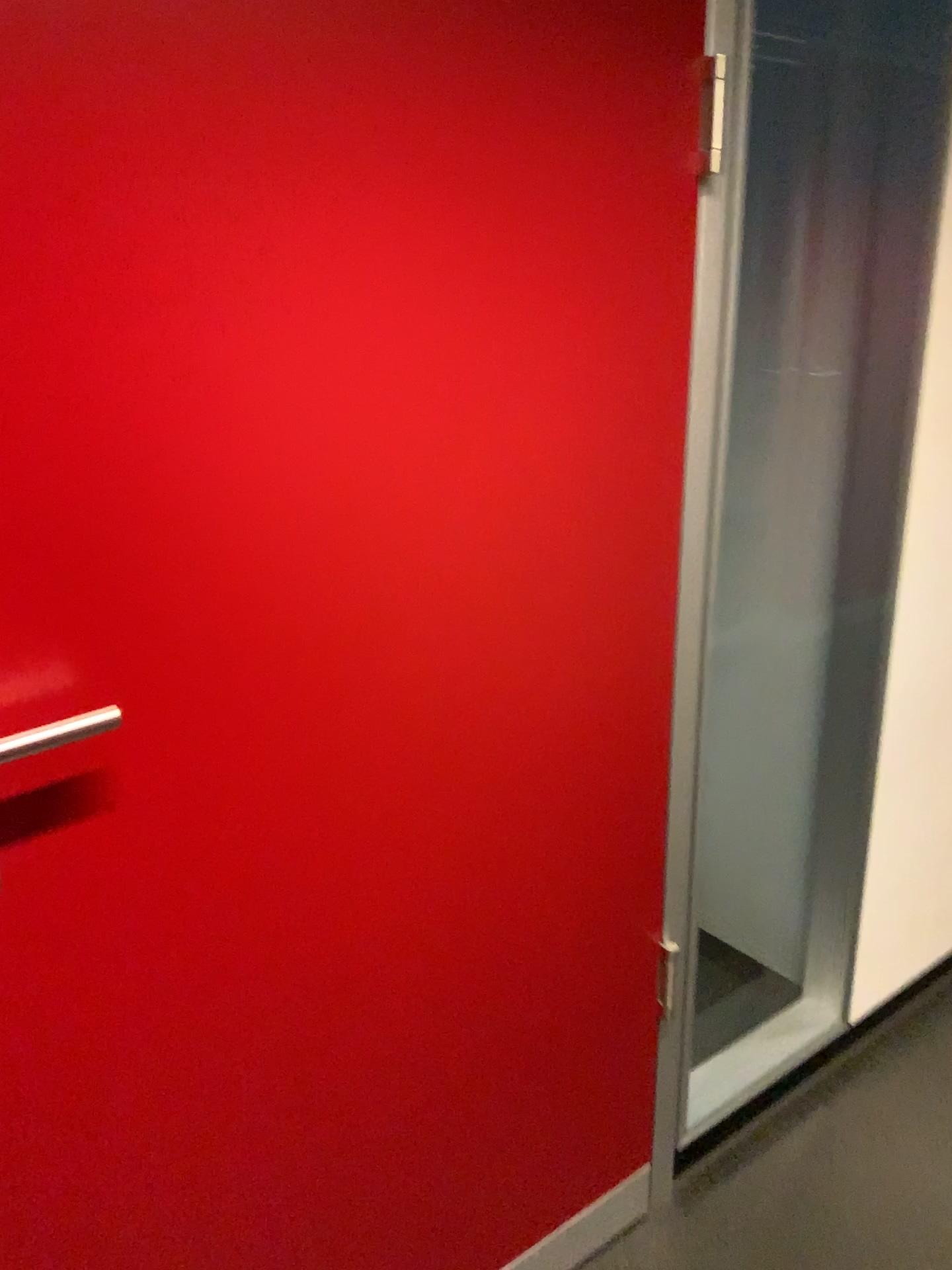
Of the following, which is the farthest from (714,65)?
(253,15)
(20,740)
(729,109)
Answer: (20,740)

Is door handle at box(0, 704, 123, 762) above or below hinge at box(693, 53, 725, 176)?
below

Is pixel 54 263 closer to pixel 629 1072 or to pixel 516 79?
pixel 516 79

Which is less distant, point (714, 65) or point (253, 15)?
point (253, 15)

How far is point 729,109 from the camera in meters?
1.2 m

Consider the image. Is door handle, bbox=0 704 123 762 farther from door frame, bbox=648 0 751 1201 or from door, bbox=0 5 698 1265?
door frame, bbox=648 0 751 1201

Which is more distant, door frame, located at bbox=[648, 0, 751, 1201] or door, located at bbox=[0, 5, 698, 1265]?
door frame, located at bbox=[648, 0, 751, 1201]

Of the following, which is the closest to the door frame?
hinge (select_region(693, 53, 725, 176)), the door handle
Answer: hinge (select_region(693, 53, 725, 176))

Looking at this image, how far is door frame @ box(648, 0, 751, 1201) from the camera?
1.2 meters

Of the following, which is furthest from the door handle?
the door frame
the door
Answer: the door frame
